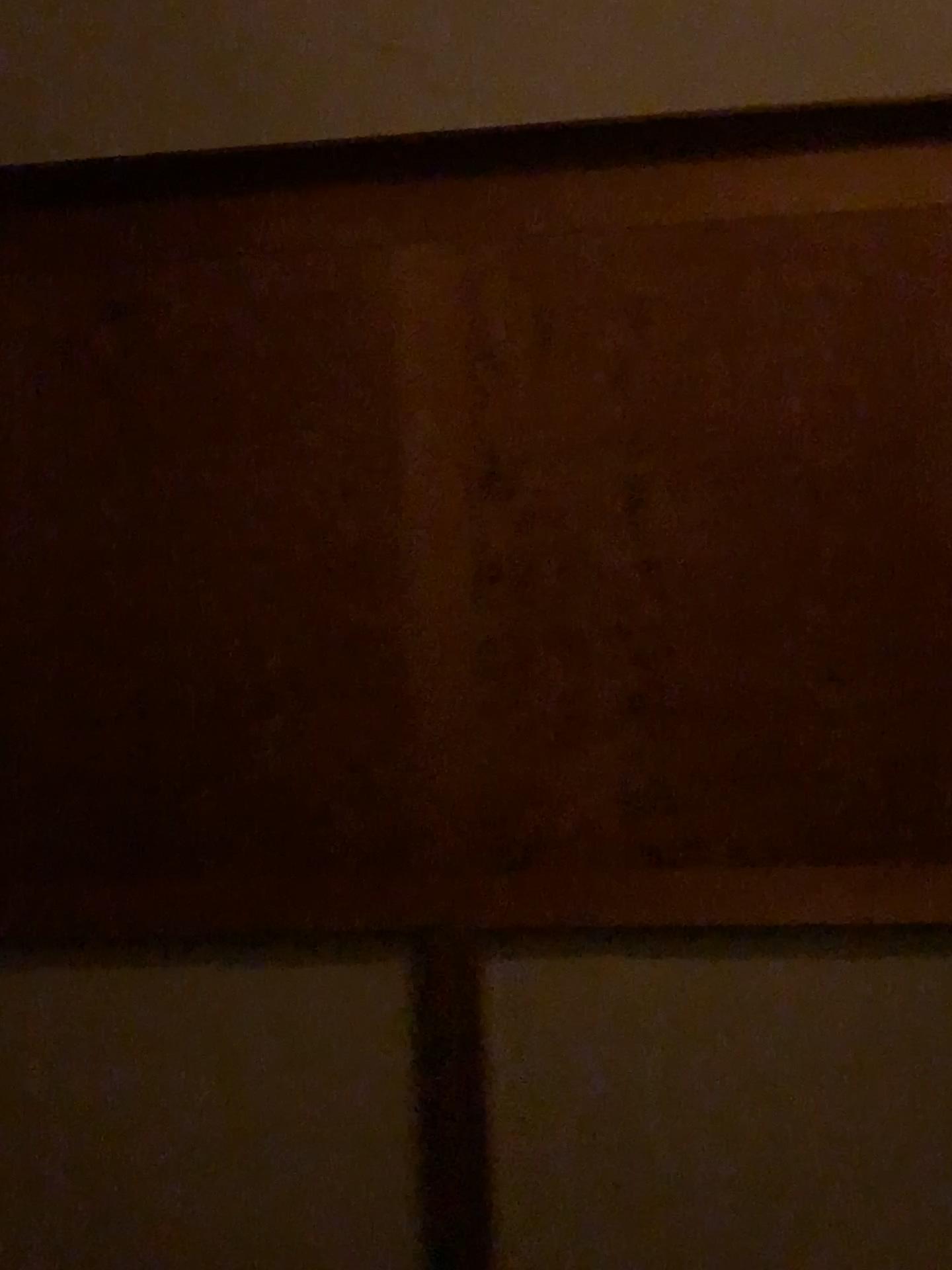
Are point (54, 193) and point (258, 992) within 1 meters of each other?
no

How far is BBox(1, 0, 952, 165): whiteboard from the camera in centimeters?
183cm

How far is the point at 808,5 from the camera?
1.8m
